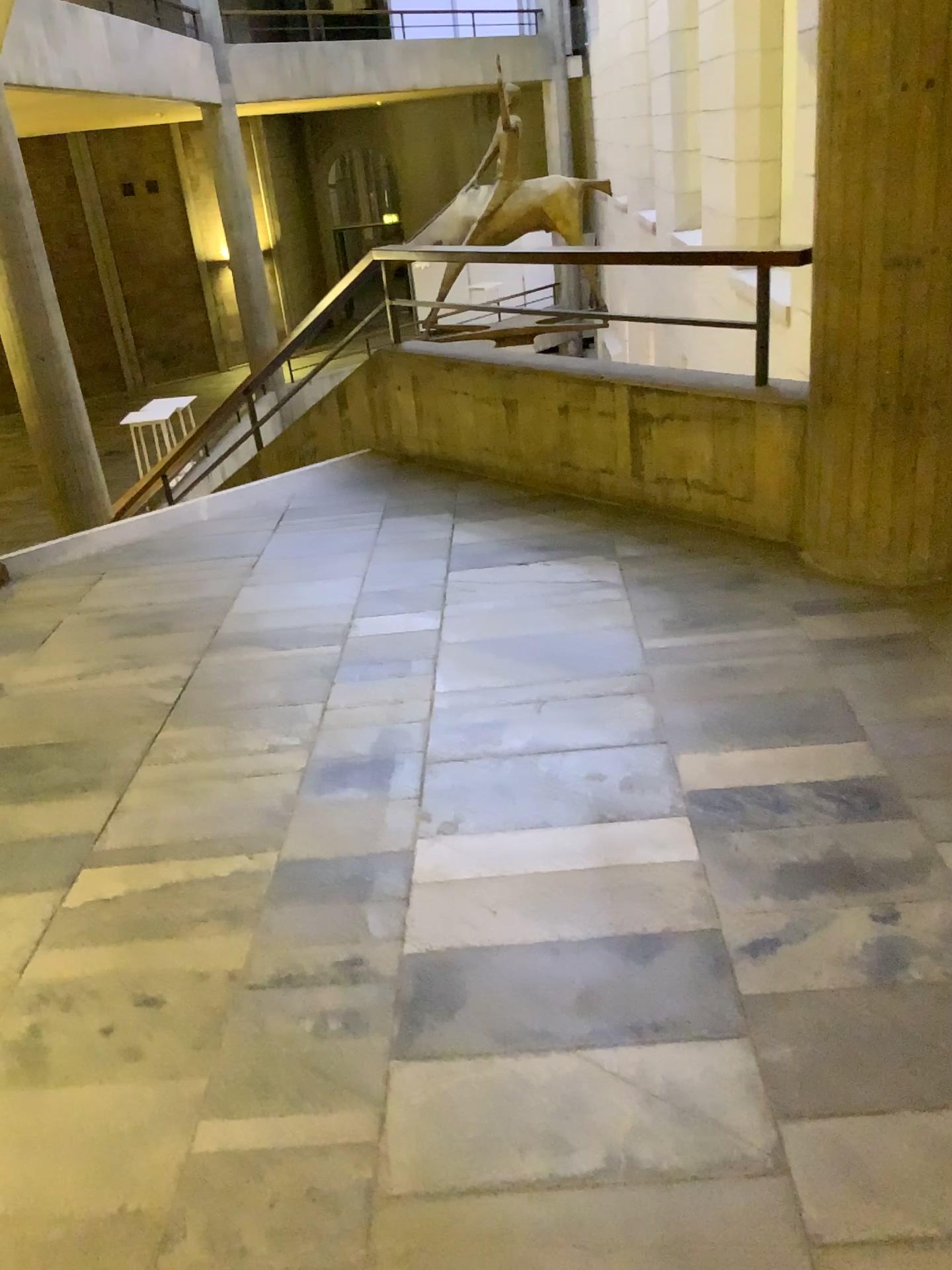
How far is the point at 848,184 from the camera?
2.85m
